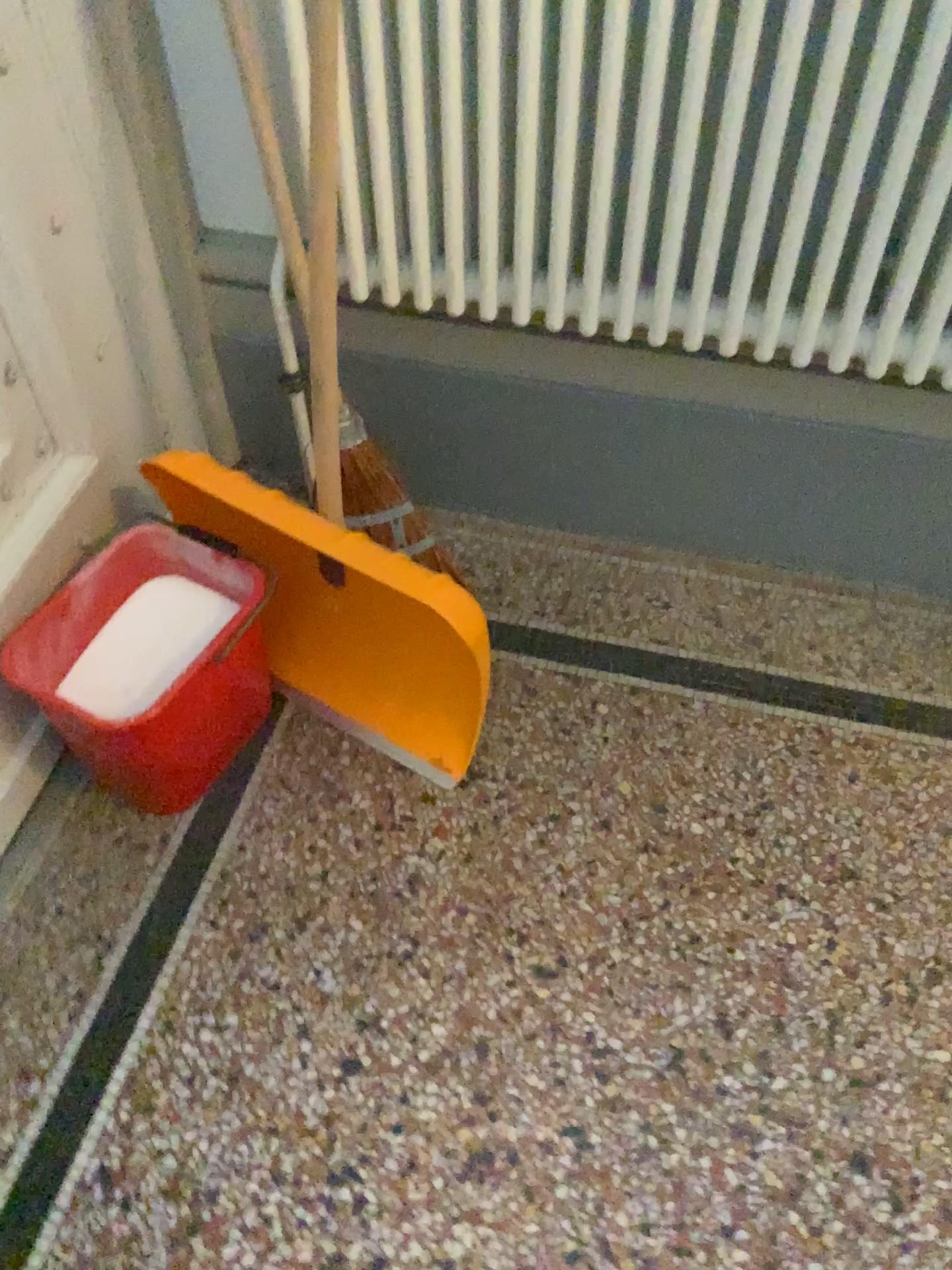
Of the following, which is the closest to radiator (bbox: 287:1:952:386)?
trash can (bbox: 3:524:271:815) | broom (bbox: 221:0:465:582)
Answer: broom (bbox: 221:0:465:582)

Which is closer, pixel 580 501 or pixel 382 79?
pixel 382 79

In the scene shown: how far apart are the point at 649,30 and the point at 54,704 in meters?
1.0 m

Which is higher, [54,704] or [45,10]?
[45,10]

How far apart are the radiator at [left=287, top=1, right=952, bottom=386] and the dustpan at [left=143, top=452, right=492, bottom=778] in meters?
0.3 m

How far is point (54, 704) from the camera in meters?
1.3

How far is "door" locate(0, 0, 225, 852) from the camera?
1.2m

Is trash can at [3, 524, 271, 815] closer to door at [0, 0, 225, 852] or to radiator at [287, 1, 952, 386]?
door at [0, 0, 225, 852]

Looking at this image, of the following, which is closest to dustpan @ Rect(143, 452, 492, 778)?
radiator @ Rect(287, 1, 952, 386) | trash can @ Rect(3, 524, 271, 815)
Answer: trash can @ Rect(3, 524, 271, 815)
